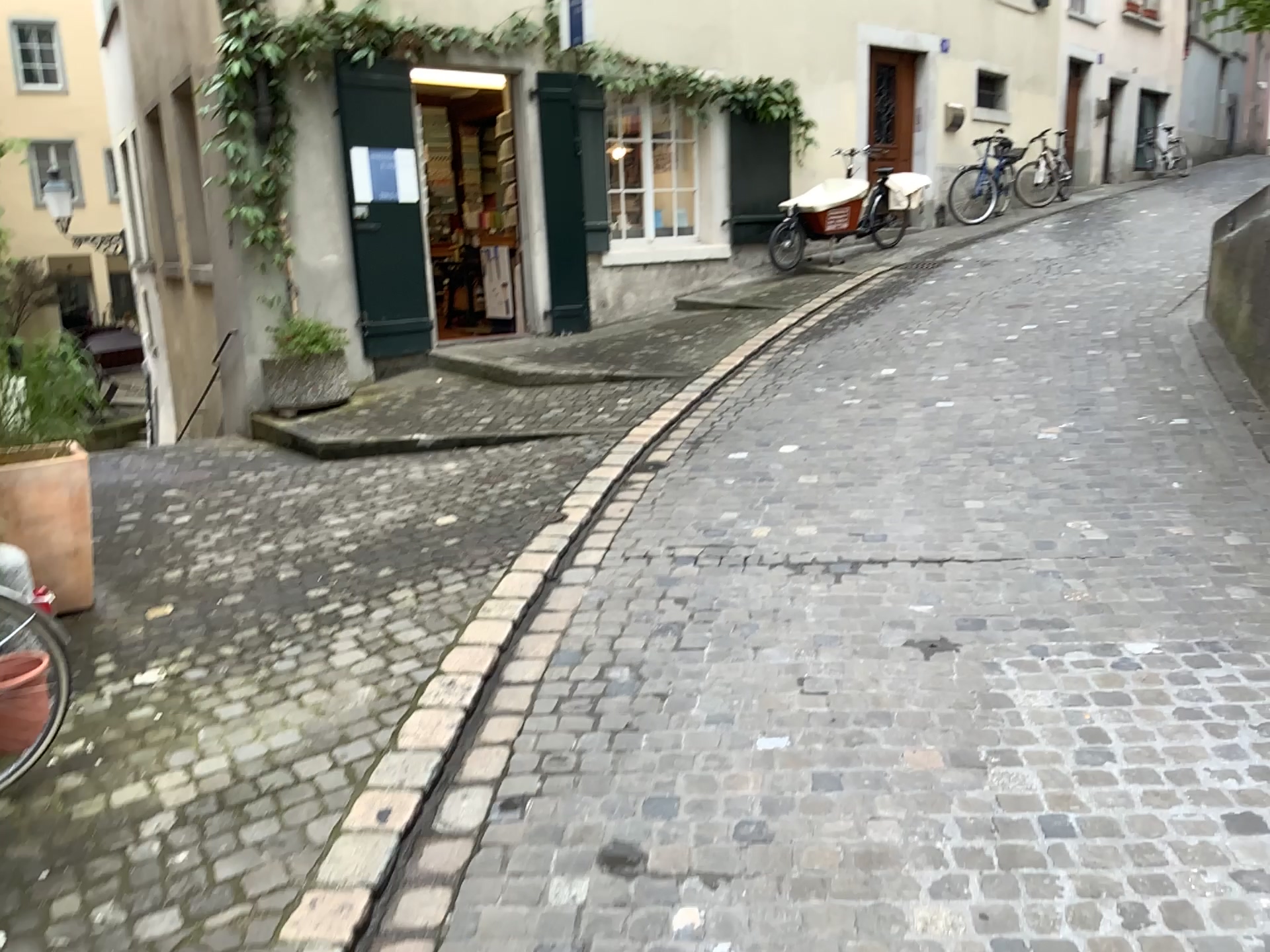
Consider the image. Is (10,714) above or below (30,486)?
below

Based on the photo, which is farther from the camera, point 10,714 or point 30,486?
point 30,486

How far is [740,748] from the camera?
2.8m

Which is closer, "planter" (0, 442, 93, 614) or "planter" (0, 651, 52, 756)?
"planter" (0, 651, 52, 756)
